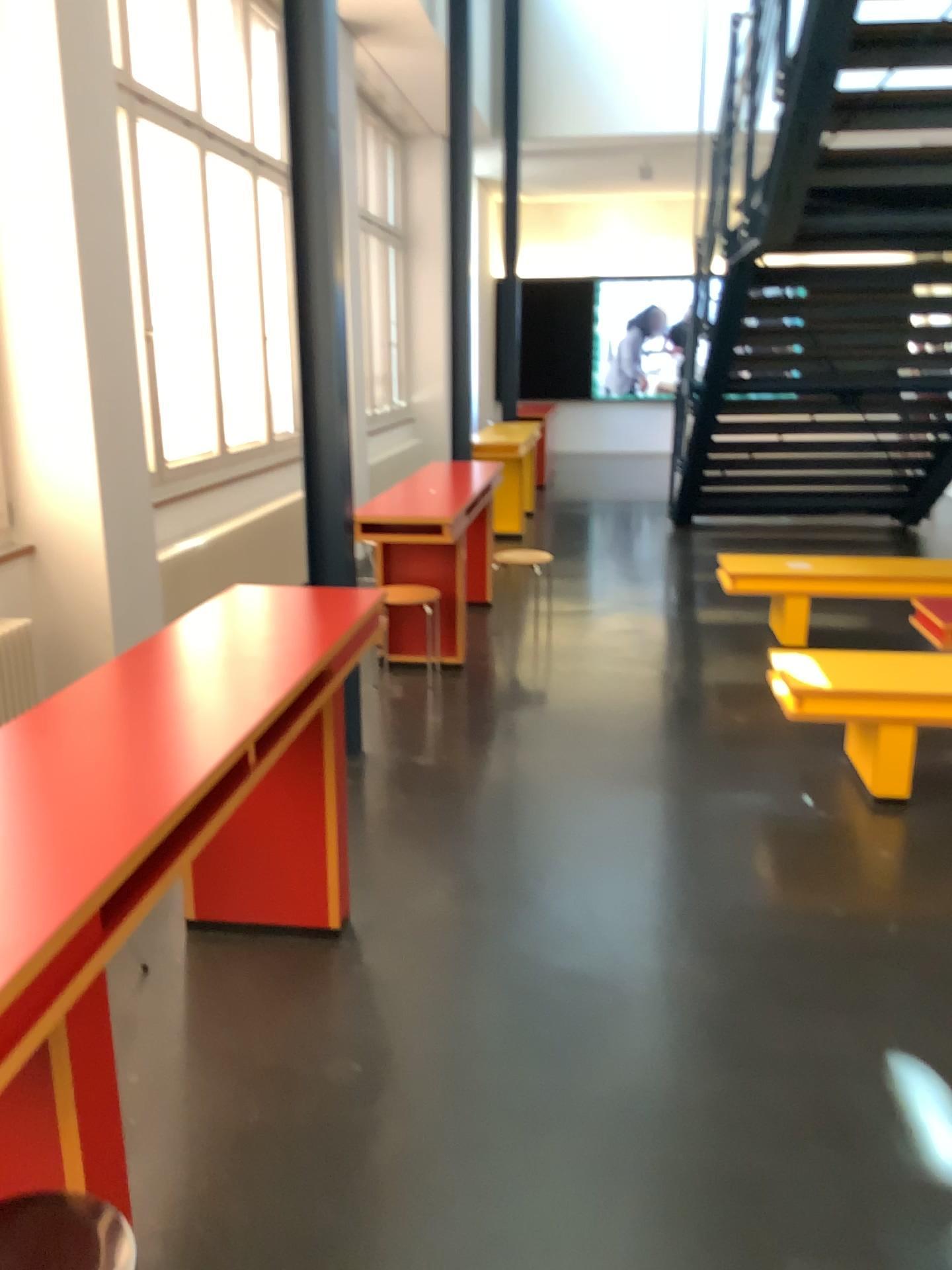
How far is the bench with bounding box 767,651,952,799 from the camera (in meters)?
3.76

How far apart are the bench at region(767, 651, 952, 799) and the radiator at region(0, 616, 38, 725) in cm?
277

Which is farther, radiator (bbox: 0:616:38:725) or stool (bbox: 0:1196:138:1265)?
radiator (bbox: 0:616:38:725)

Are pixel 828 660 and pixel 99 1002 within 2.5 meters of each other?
no

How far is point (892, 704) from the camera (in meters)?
3.76

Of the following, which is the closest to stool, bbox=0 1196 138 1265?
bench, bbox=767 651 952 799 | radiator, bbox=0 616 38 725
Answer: radiator, bbox=0 616 38 725

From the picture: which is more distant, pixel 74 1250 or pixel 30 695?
pixel 30 695

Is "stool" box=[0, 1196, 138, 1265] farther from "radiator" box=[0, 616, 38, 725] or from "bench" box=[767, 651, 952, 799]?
"bench" box=[767, 651, 952, 799]

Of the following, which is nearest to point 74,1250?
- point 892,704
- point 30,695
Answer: point 30,695

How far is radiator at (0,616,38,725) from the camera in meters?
3.8 m
